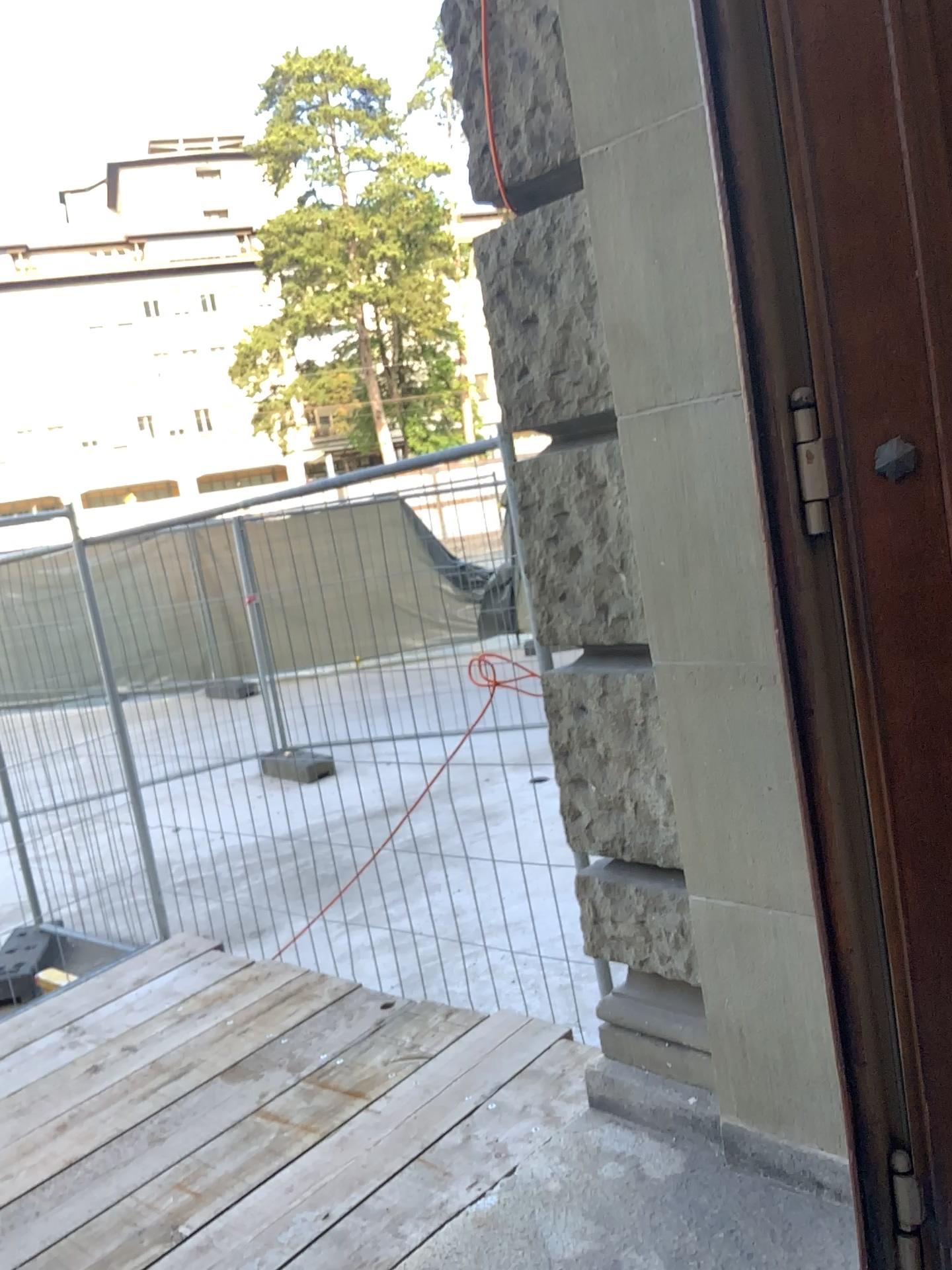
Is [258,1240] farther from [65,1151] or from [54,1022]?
[54,1022]

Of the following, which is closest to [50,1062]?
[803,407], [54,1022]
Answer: [54,1022]

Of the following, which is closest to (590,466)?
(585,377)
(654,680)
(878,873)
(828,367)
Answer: (585,377)

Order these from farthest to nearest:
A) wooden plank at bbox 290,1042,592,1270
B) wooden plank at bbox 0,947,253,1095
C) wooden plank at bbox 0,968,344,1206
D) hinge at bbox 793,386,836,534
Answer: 1. wooden plank at bbox 0,947,253,1095
2. wooden plank at bbox 0,968,344,1206
3. wooden plank at bbox 290,1042,592,1270
4. hinge at bbox 793,386,836,534

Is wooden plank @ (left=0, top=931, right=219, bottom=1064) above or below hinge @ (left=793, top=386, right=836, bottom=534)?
below

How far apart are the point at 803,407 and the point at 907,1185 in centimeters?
135cm

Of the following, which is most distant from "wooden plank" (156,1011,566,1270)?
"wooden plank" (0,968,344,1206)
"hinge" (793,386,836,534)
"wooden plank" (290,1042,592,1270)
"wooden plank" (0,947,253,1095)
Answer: "hinge" (793,386,836,534)

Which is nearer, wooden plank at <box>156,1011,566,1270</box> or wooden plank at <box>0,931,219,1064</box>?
wooden plank at <box>156,1011,566,1270</box>

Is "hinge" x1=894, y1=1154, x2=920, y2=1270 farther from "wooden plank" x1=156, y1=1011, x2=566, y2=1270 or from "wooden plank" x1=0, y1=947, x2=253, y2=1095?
"wooden plank" x1=0, y1=947, x2=253, y2=1095

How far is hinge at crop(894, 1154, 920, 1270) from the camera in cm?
185
